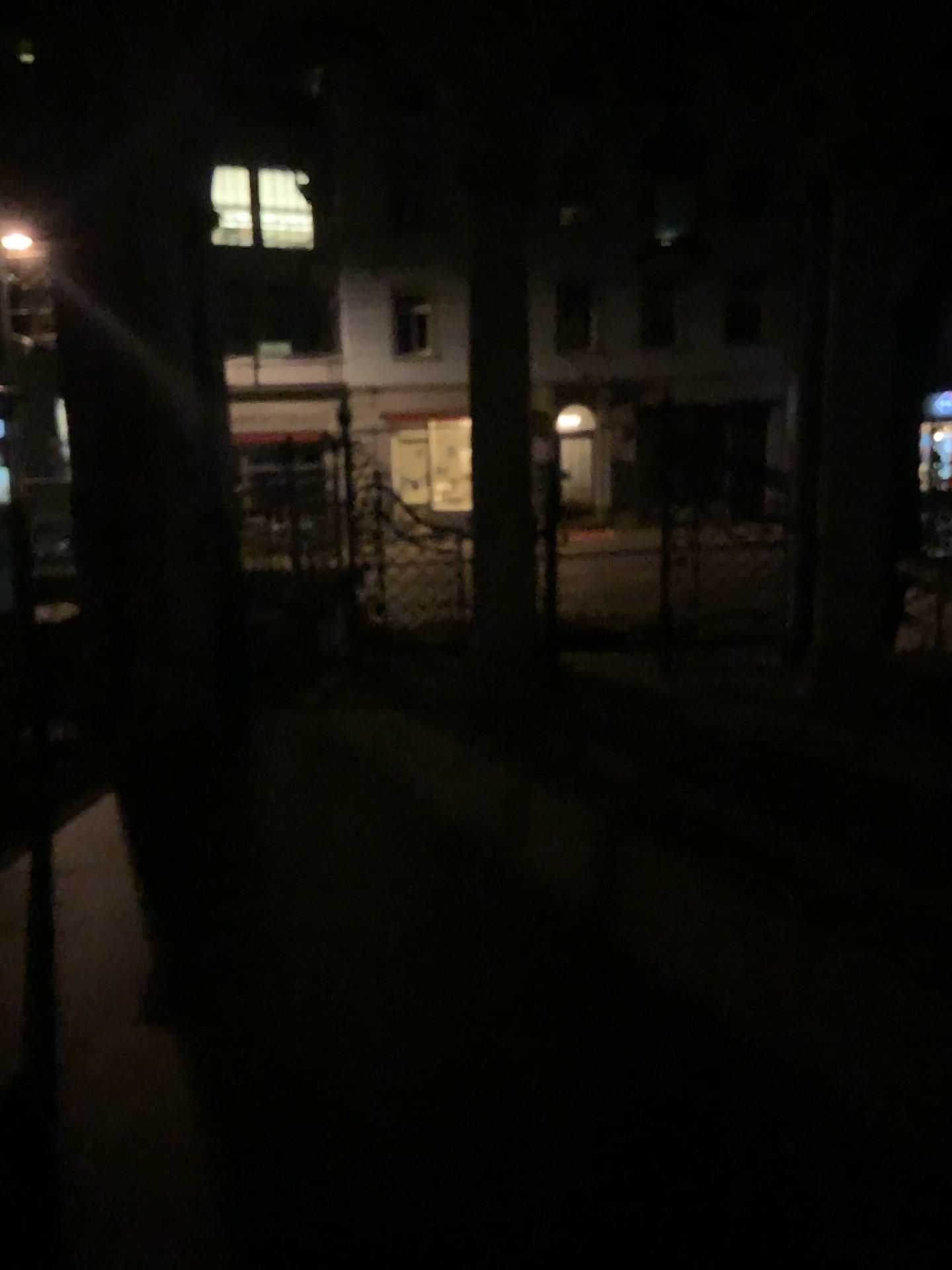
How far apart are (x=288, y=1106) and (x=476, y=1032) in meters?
0.6
